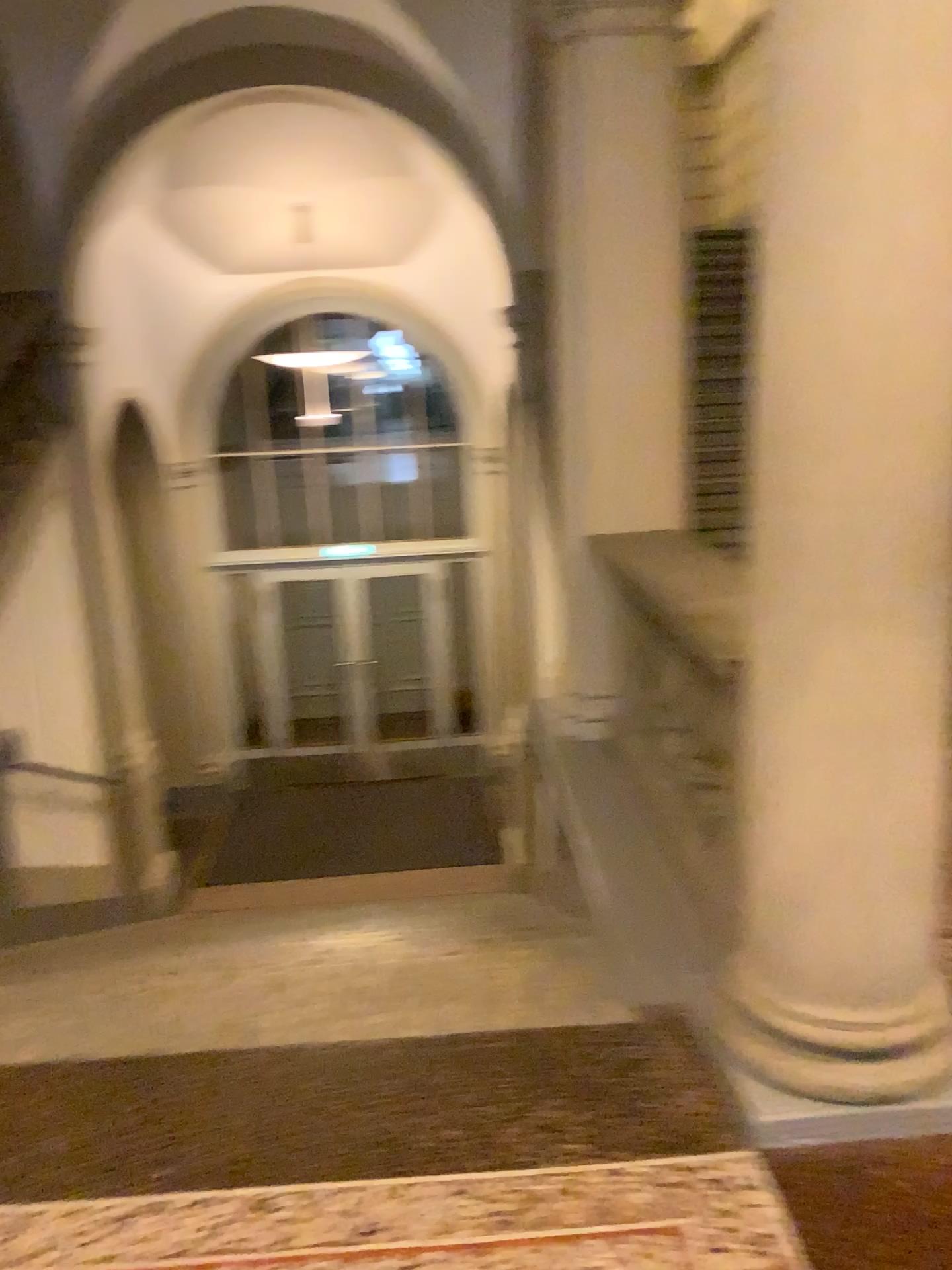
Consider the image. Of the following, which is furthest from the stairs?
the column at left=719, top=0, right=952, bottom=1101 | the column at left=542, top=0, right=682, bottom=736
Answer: the column at left=542, top=0, right=682, bottom=736

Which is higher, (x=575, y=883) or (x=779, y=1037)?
(x=779, y=1037)

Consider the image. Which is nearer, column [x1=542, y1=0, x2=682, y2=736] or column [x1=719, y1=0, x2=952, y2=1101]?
column [x1=719, y1=0, x2=952, y2=1101]

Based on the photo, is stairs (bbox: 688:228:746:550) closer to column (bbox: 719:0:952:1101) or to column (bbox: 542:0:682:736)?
column (bbox: 719:0:952:1101)

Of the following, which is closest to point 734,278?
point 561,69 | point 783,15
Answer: point 783,15

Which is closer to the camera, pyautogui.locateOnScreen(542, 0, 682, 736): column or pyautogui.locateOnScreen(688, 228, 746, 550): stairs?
pyautogui.locateOnScreen(688, 228, 746, 550): stairs

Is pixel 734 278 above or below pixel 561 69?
below

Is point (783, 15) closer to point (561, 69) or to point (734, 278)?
point (734, 278)
